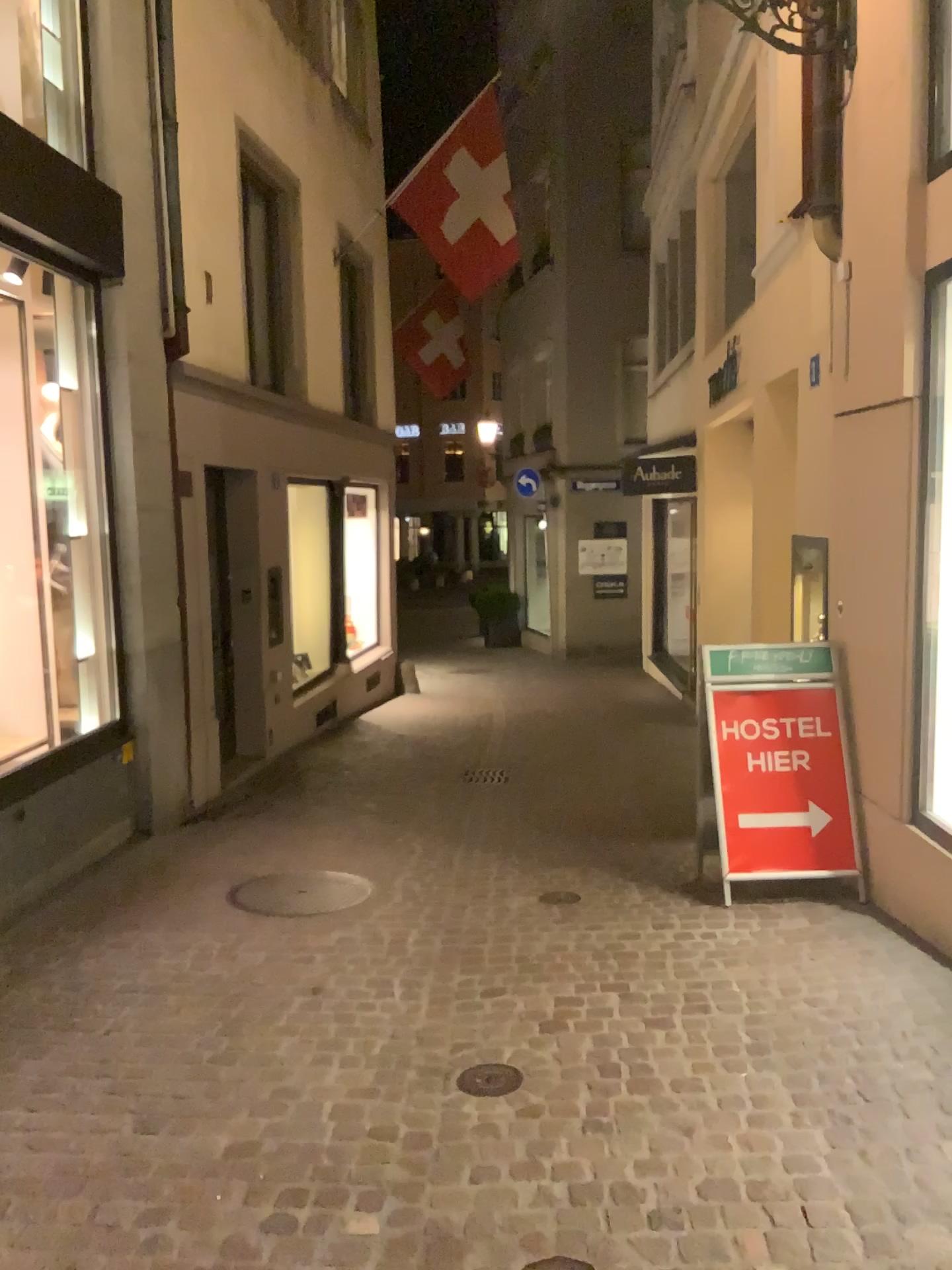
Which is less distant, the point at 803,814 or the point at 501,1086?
the point at 501,1086

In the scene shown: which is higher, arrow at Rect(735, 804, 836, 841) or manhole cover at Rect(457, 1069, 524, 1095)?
arrow at Rect(735, 804, 836, 841)

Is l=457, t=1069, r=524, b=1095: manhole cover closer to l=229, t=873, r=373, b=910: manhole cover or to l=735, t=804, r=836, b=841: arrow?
l=229, t=873, r=373, b=910: manhole cover

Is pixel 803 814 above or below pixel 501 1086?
above

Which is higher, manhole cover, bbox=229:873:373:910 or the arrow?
the arrow

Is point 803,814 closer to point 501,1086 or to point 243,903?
point 501,1086

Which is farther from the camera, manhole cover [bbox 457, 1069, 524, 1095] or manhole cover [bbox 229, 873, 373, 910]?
manhole cover [bbox 229, 873, 373, 910]

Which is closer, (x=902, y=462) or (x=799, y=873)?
(x=902, y=462)

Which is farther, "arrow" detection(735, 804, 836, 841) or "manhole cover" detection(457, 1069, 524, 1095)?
"arrow" detection(735, 804, 836, 841)

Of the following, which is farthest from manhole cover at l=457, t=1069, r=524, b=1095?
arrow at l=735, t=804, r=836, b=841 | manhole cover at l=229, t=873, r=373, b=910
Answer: arrow at l=735, t=804, r=836, b=841
